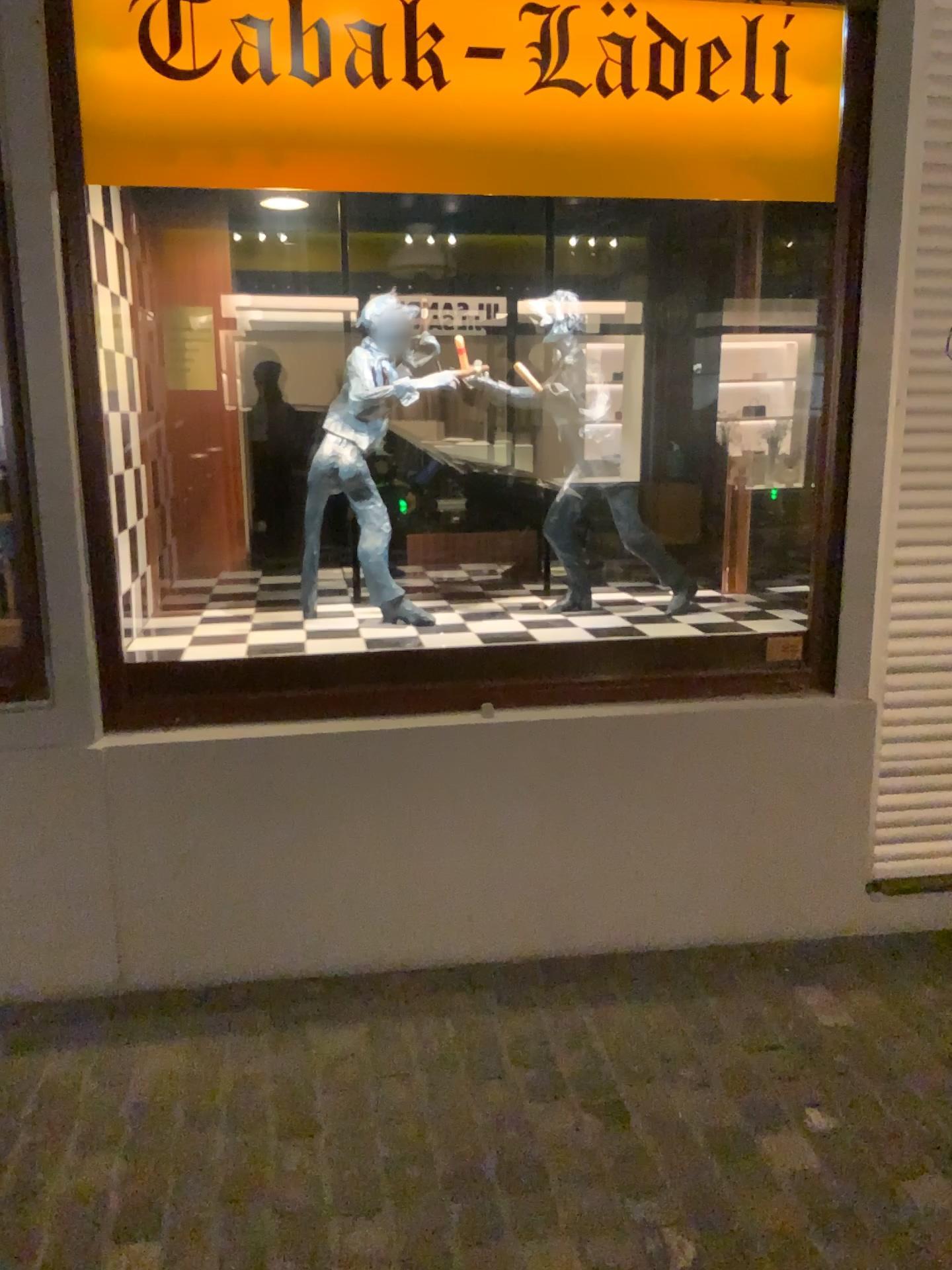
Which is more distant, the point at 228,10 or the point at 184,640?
the point at 184,640

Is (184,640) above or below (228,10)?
below

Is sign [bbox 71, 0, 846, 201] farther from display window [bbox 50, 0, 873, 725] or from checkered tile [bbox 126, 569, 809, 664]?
checkered tile [bbox 126, 569, 809, 664]

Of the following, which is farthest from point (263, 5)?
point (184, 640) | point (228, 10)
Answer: point (184, 640)

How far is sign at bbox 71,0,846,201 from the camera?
2.3 meters

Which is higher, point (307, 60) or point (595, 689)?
point (307, 60)

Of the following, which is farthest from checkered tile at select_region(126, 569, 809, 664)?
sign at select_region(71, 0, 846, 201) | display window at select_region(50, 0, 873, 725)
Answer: sign at select_region(71, 0, 846, 201)

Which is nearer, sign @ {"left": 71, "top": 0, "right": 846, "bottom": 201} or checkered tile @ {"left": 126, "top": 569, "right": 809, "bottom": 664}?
sign @ {"left": 71, "top": 0, "right": 846, "bottom": 201}

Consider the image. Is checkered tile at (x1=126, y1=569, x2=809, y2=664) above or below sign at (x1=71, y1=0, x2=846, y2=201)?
below

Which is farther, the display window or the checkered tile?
the checkered tile
